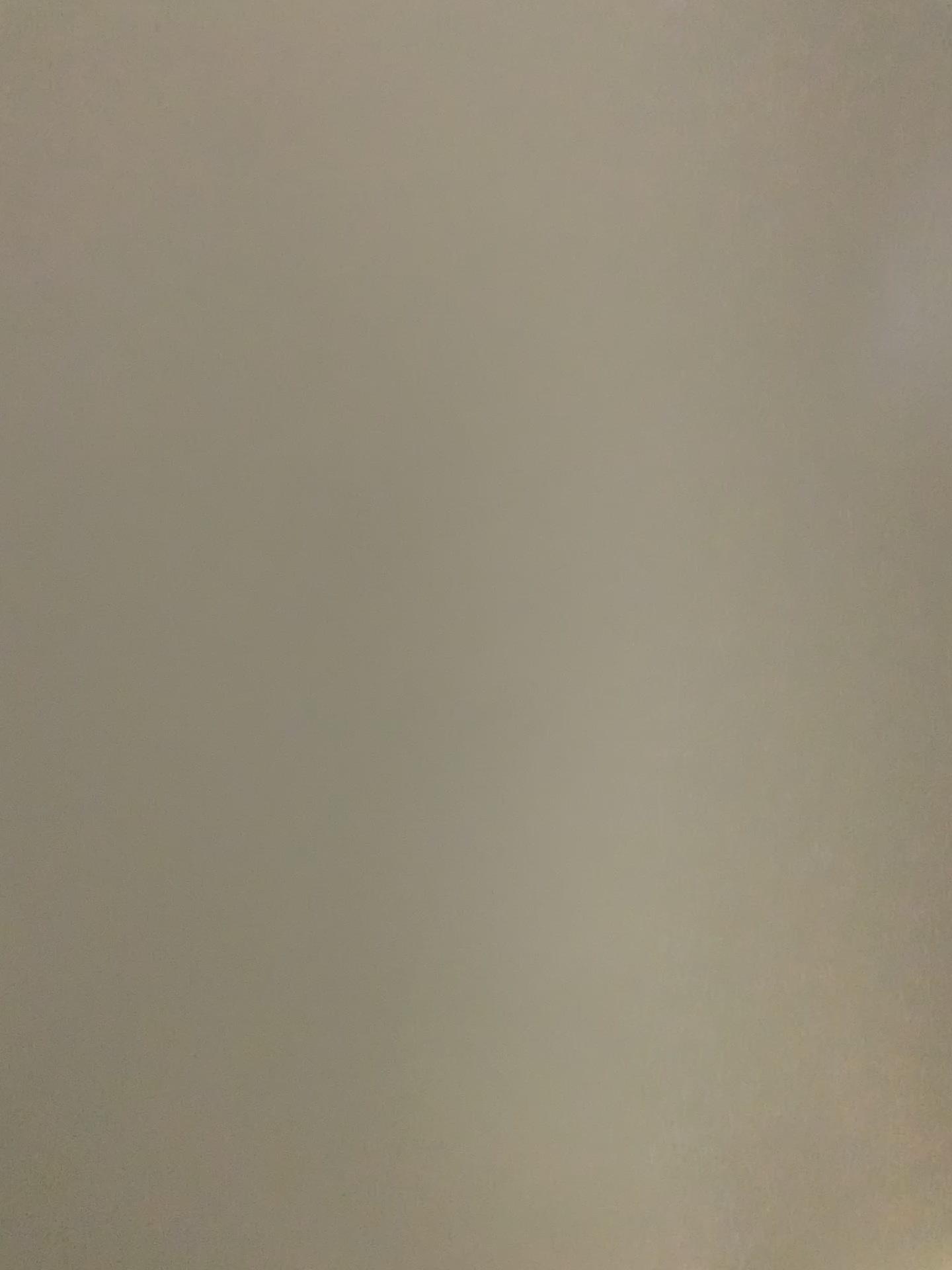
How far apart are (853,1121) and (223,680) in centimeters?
37cm
